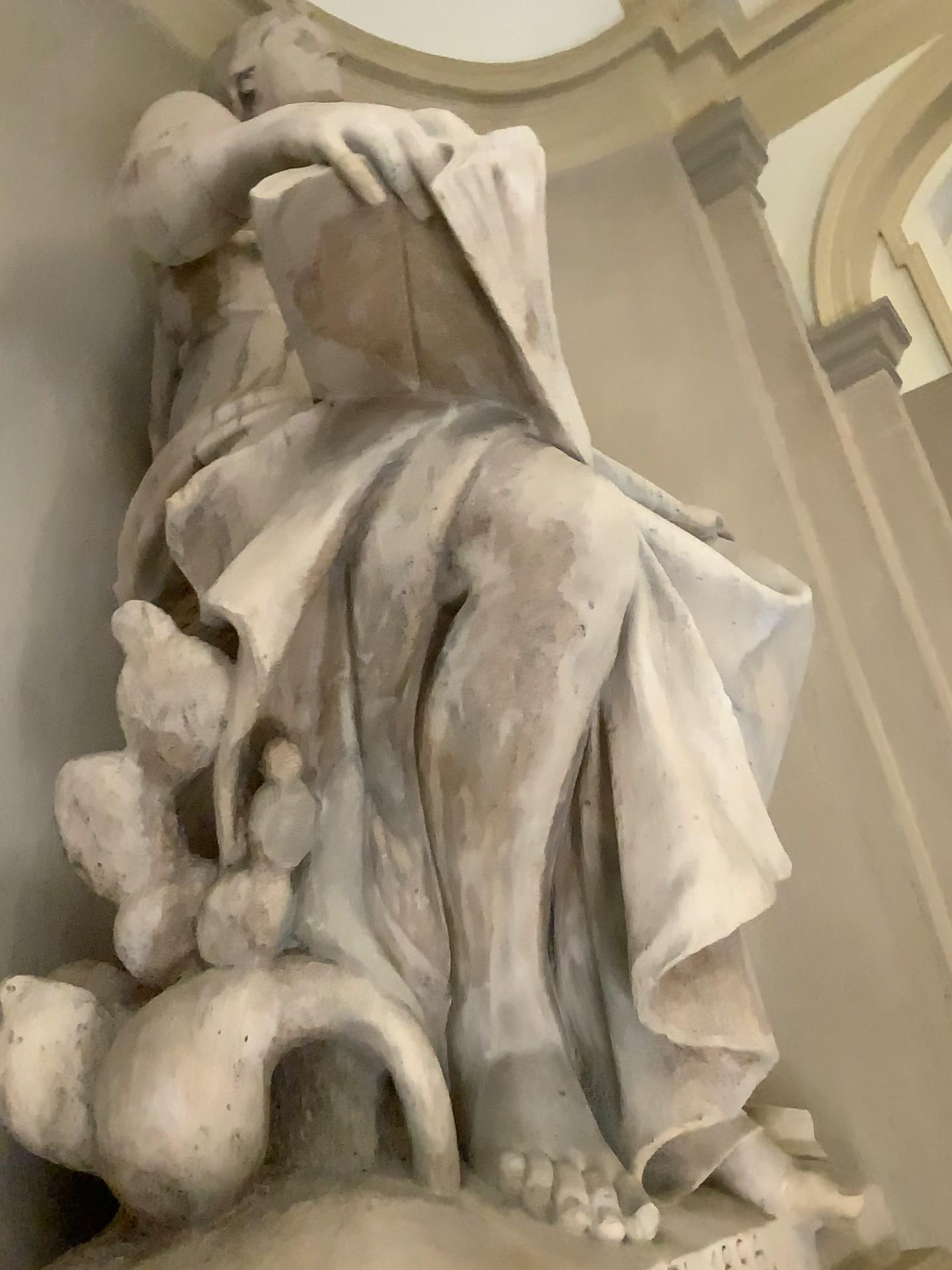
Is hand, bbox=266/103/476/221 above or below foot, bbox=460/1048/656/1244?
above

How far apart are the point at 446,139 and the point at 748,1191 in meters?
1.6 m

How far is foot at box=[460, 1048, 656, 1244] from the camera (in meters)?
1.35

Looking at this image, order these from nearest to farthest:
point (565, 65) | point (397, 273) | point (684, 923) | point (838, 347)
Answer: point (684, 923) → point (397, 273) → point (838, 347) → point (565, 65)

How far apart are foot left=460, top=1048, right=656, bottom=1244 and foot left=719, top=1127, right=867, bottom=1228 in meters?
0.3

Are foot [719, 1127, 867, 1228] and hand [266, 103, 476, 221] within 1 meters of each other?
no

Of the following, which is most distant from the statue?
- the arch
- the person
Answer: the arch

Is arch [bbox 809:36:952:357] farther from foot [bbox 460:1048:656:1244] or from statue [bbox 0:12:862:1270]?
foot [bbox 460:1048:656:1244]

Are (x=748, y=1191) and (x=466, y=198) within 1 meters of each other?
no

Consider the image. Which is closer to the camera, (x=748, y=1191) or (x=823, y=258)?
(x=748, y=1191)
